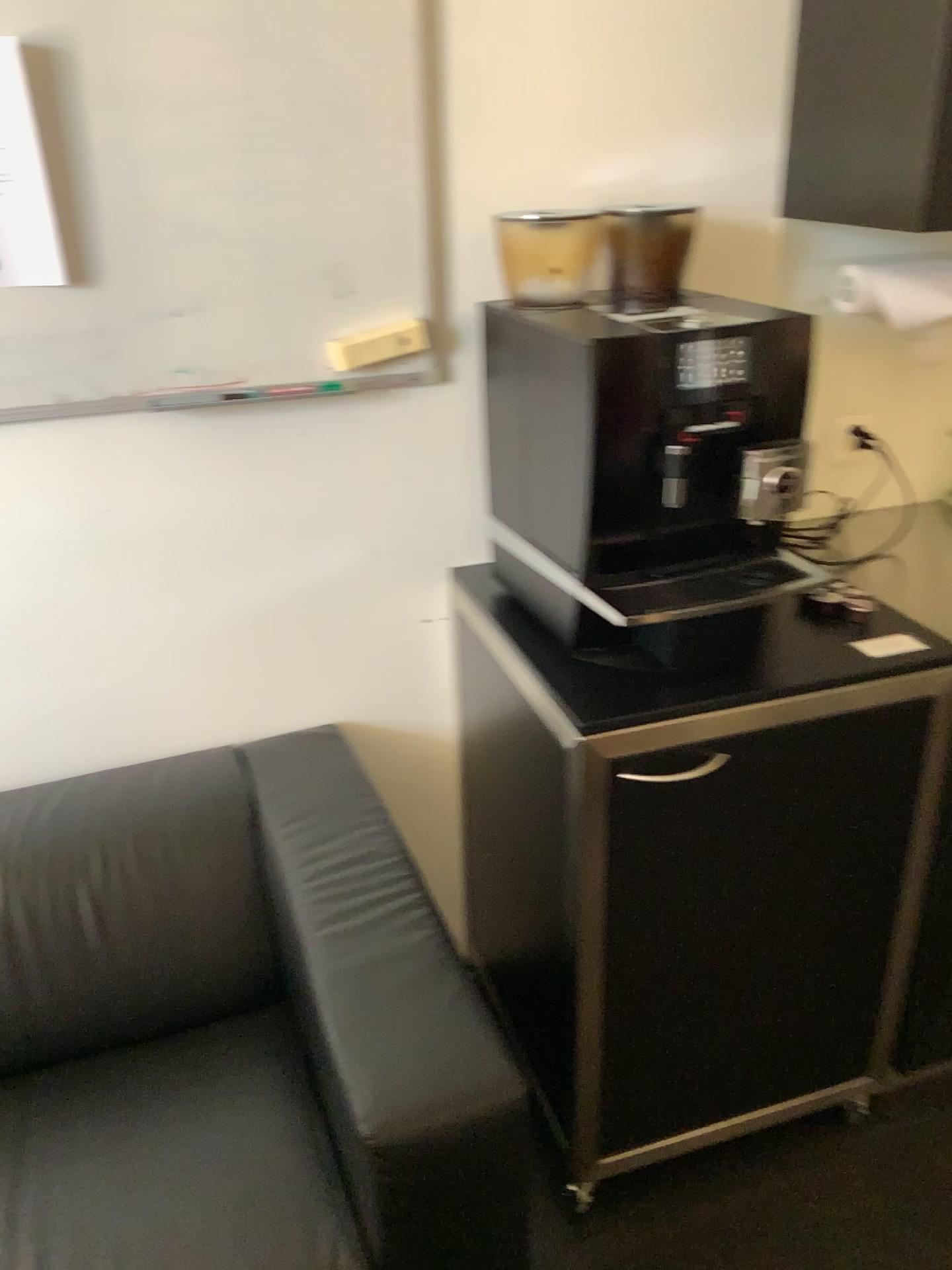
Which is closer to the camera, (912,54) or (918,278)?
(912,54)

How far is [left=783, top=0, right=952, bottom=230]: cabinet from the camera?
1.4m

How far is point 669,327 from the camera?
1.3 meters

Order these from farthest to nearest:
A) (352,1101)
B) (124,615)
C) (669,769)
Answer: (124,615), (669,769), (352,1101)

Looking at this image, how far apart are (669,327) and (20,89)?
0.9 meters

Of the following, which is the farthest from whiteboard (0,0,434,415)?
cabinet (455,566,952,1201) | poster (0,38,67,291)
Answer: cabinet (455,566,952,1201)

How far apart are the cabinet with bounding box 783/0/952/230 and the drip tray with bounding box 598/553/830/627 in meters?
0.5

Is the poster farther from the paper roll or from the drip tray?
the paper roll

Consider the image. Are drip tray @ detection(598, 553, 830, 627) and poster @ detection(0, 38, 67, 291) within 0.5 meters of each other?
no

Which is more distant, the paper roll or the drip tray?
the paper roll
